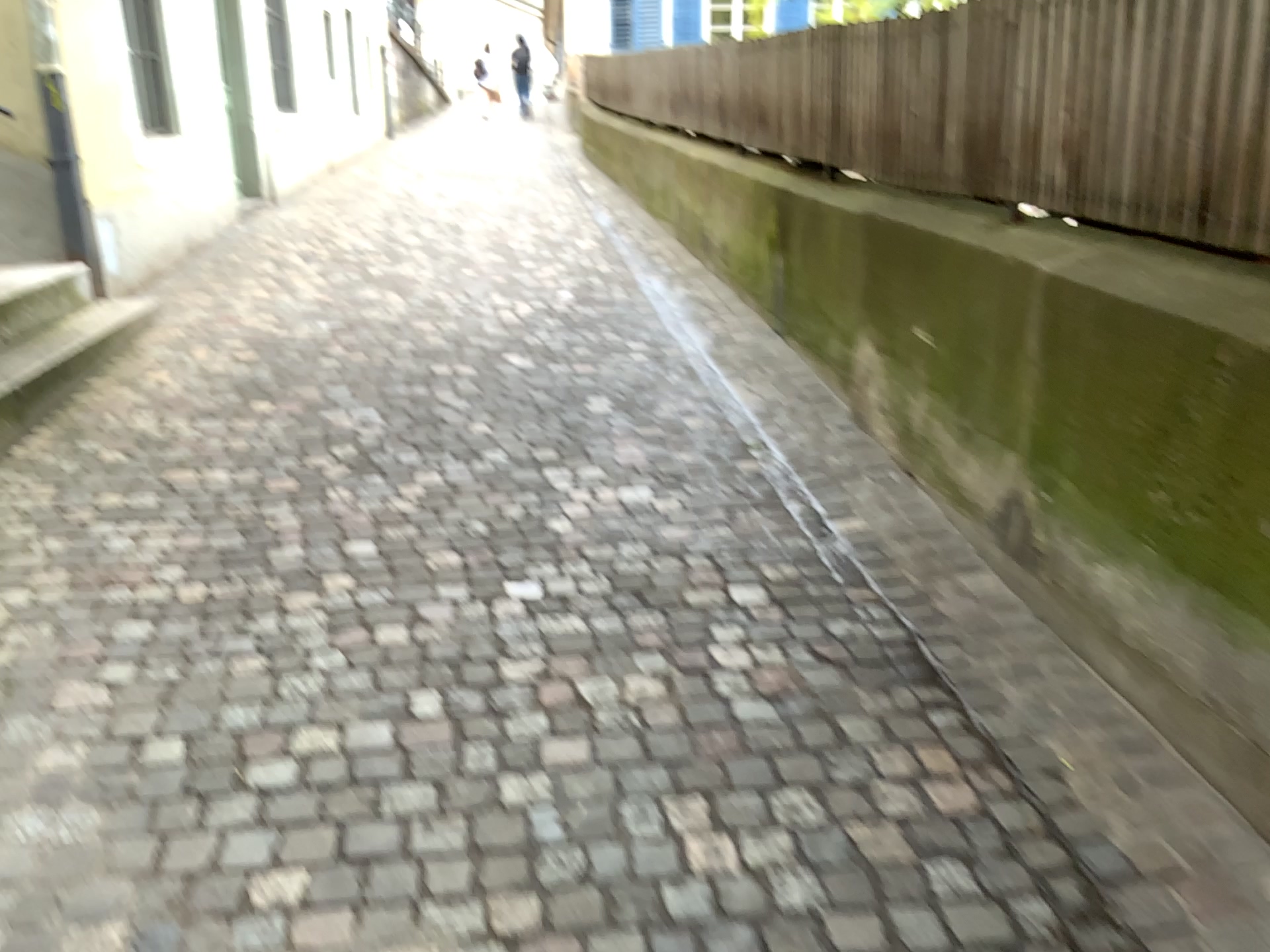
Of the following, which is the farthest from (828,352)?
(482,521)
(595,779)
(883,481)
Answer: (595,779)
